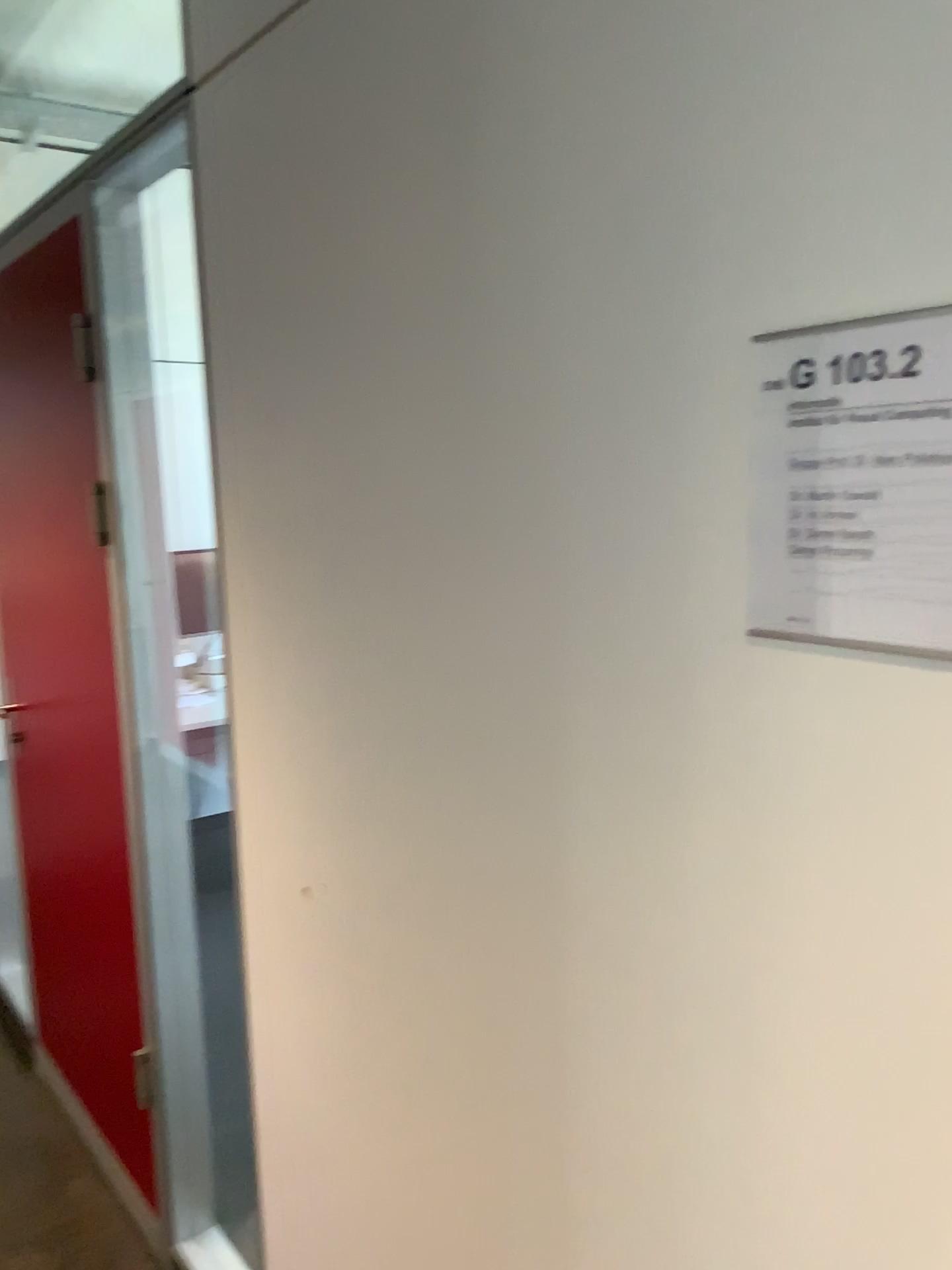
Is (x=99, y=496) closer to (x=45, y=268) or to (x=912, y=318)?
(x=45, y=268)

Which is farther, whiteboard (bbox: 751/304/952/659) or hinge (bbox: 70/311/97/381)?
hinge (bbox: 70/311/97/381)

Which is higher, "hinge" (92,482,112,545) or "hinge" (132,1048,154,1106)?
"hinge" (92,482,112,545)

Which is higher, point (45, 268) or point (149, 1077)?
point (45, 268)

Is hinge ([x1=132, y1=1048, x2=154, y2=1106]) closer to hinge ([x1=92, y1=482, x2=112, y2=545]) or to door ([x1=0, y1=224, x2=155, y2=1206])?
door ([x1=0, y1=224, x2=155, y2=1206])

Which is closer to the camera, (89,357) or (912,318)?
(912,318)

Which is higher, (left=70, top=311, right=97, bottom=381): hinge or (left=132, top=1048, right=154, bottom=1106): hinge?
(left=70, top=311, right=97, bottom=381): hinge

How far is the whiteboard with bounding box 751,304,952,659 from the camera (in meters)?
0.65

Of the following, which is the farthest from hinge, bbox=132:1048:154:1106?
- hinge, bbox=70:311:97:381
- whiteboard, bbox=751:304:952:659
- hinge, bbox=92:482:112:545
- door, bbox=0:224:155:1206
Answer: whiteboard, bbox=751:304:952:659

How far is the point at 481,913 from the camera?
1.10m
